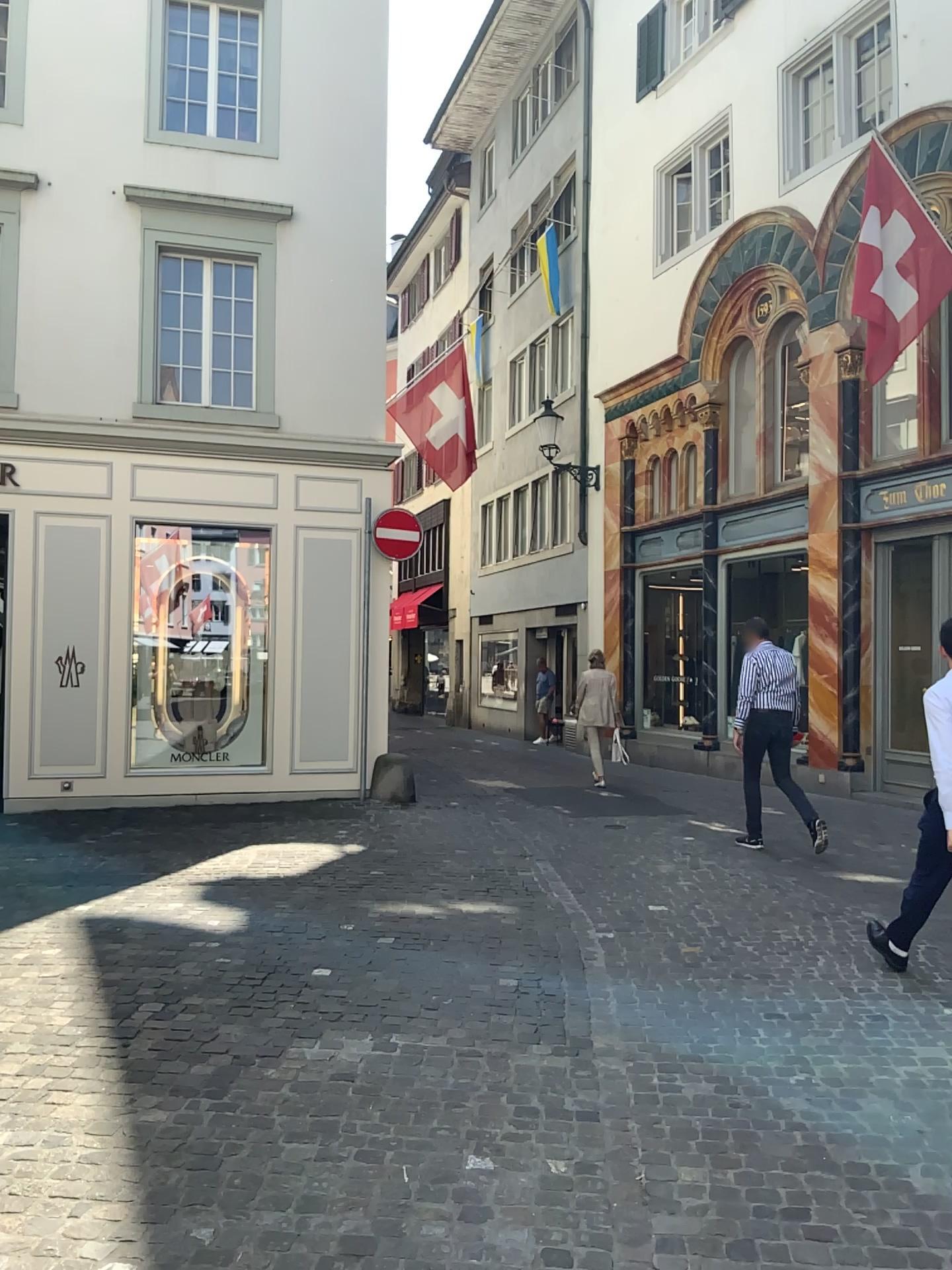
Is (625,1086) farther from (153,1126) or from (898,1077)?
(153,1126)
